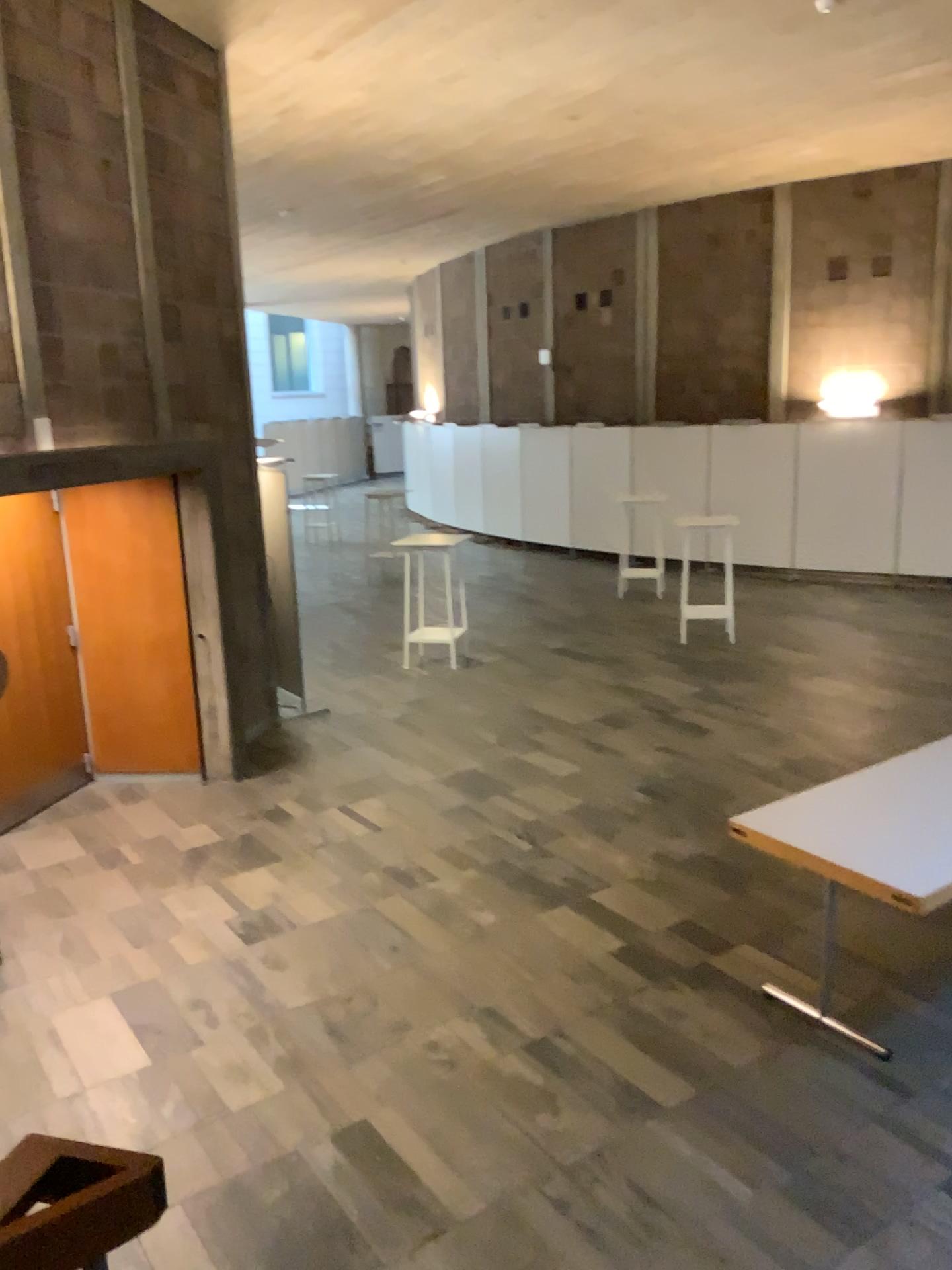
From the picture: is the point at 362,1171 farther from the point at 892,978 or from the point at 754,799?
the point at 754,799
